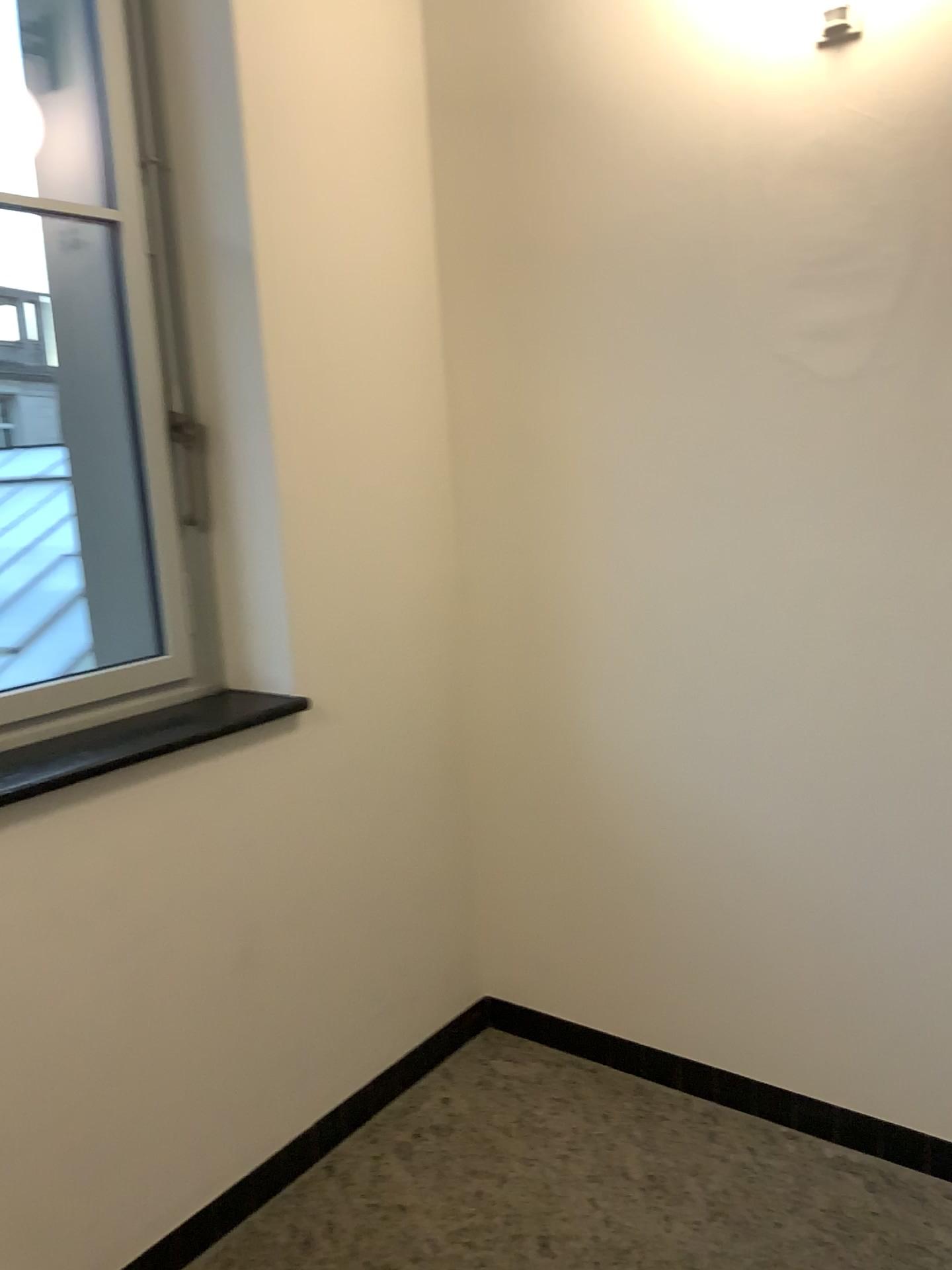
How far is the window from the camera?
2.19m

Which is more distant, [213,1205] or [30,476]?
[30,476]

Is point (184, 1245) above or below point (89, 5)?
below

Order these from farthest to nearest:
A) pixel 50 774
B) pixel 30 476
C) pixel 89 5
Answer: pixel 30 476 → pixel 89 5 → pixel 50 774

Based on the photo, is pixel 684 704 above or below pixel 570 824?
above

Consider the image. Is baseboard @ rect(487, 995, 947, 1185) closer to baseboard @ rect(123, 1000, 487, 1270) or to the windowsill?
baseboard @ rect(123, 1000, 487, 1270)

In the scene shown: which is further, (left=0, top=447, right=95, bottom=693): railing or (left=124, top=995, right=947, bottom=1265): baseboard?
(left=0, top=447, right=95, bottom=693): railing

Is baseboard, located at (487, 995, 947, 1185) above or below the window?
below

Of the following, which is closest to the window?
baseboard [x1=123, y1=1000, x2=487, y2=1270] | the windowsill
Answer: the windowsill

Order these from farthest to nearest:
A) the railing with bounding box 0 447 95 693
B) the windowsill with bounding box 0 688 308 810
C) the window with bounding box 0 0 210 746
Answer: the railing with bounding box 0 447 95 693 < the window with bounding box 0 0 210 746 < the windowsill with bounding box 0 688 308 810
